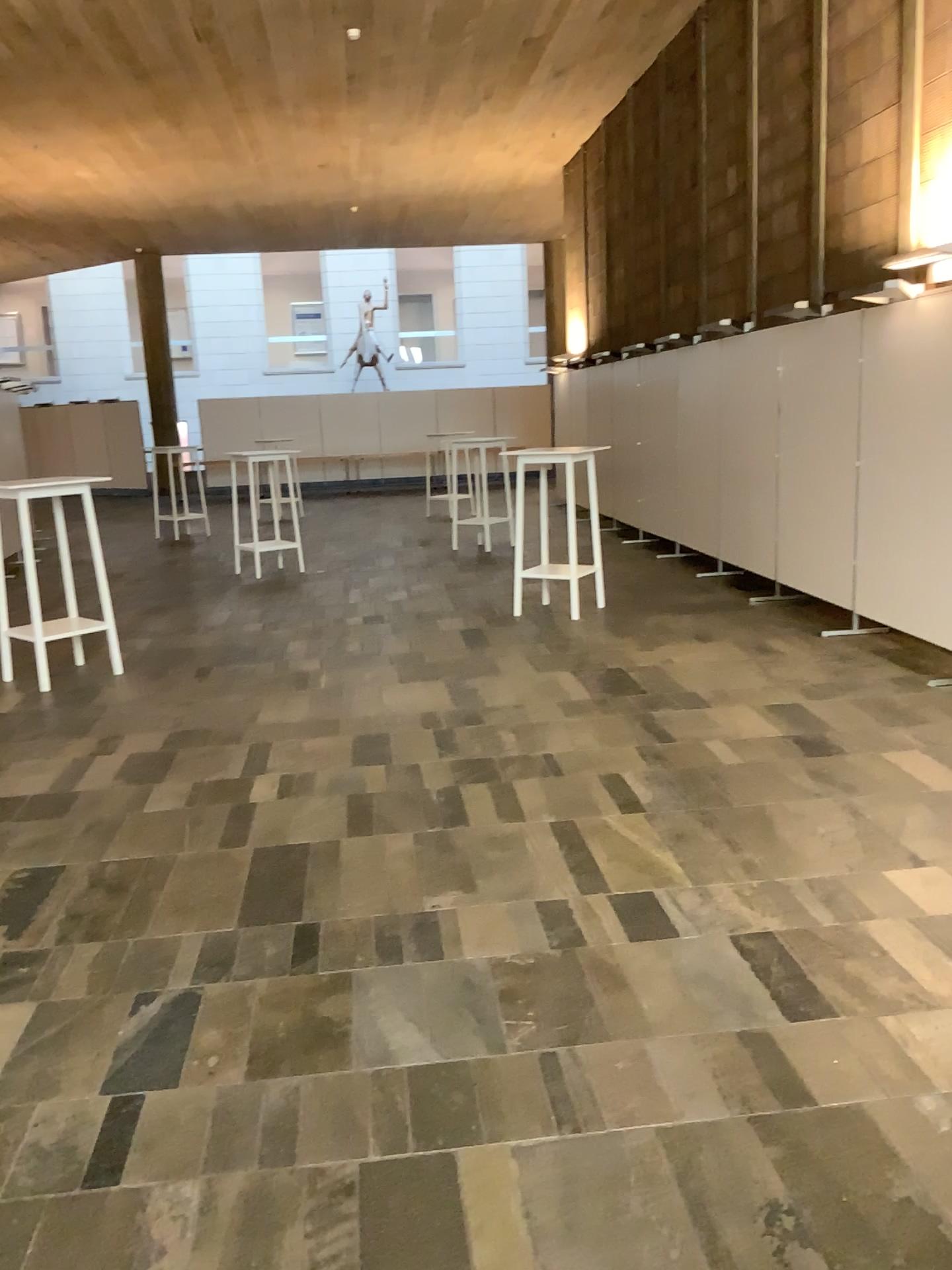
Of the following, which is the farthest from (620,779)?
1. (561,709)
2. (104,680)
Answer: (104,680)
